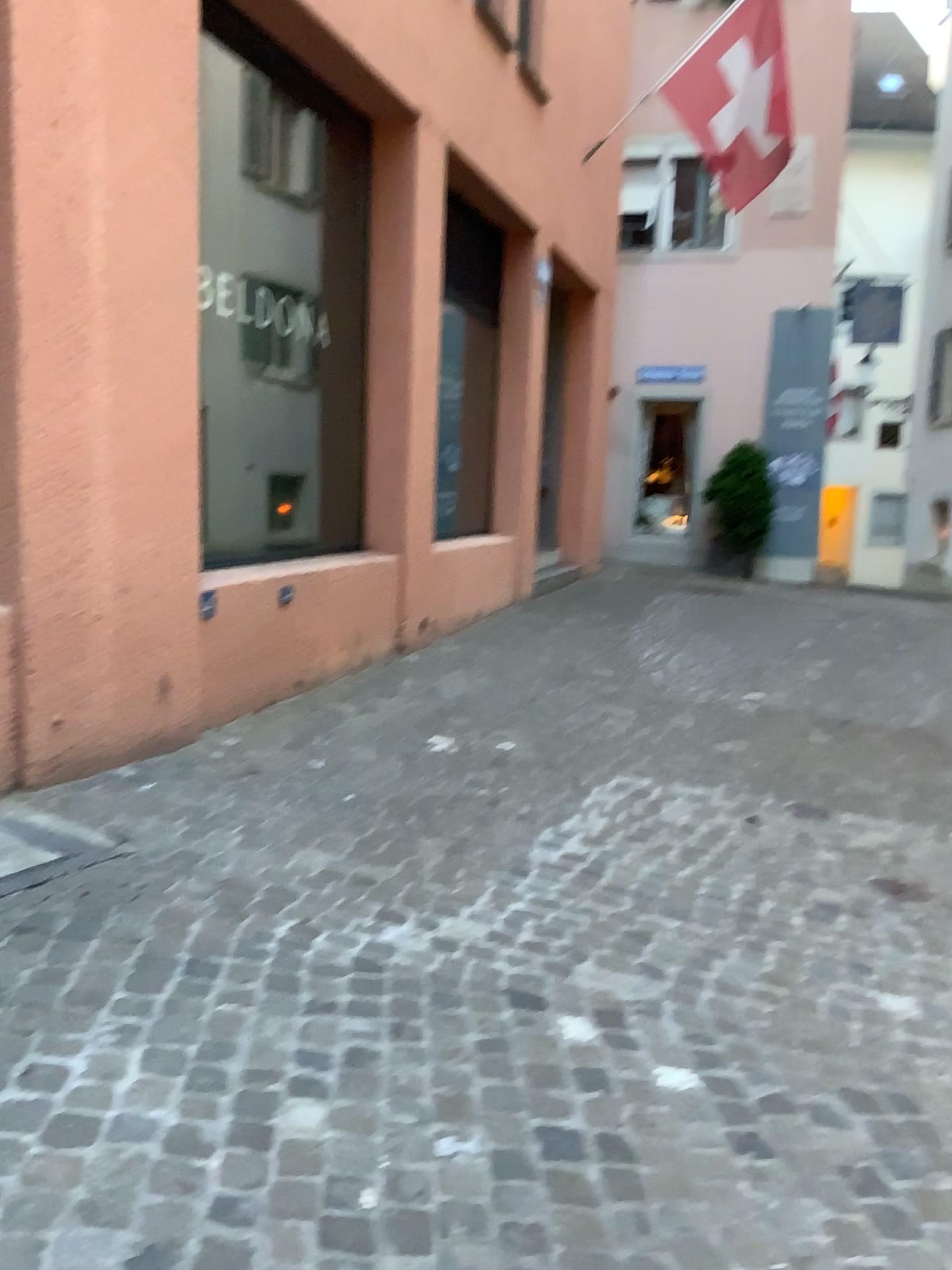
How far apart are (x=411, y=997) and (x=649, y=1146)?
0.7 meters
